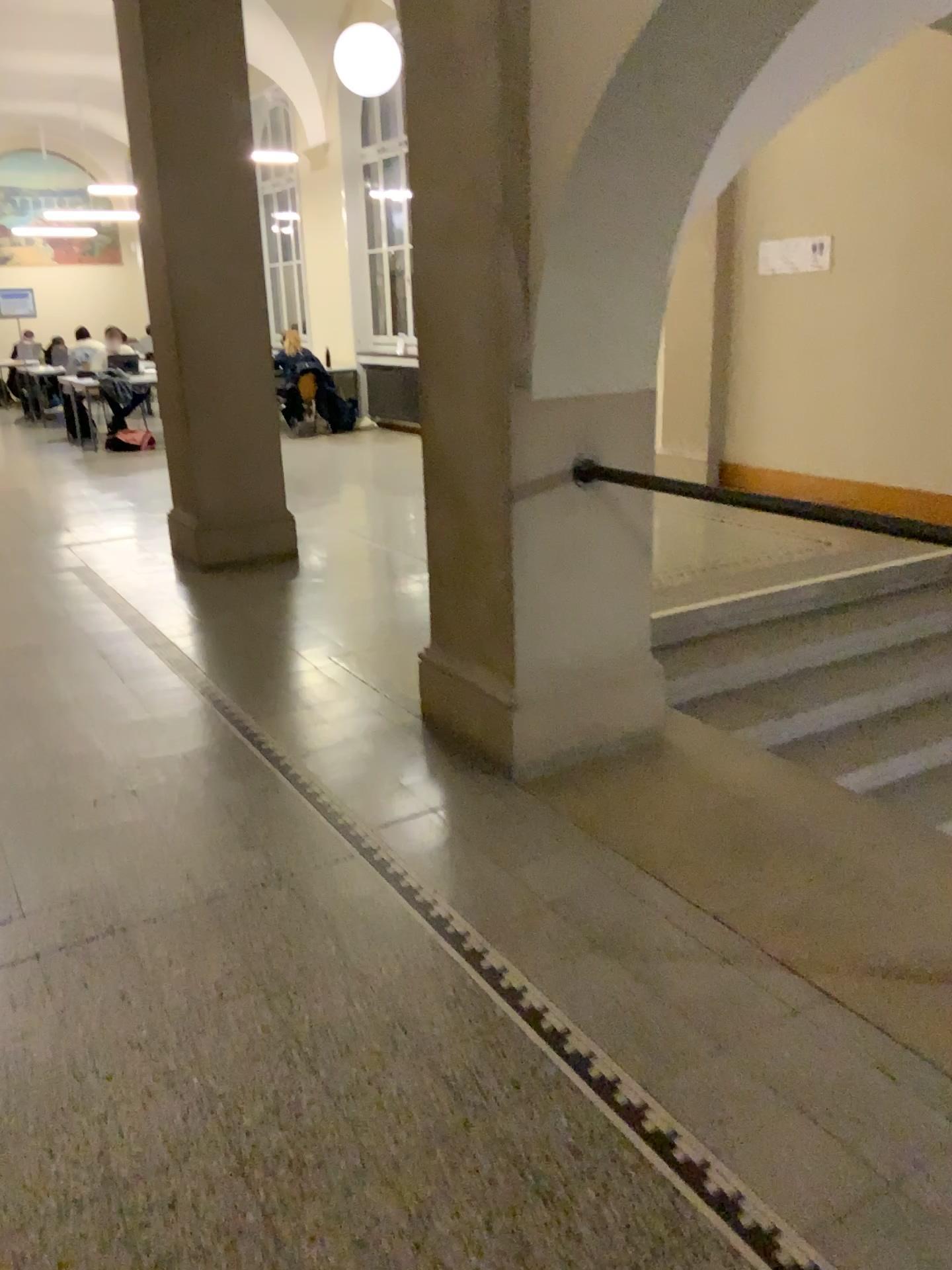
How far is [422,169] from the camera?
3.2m
